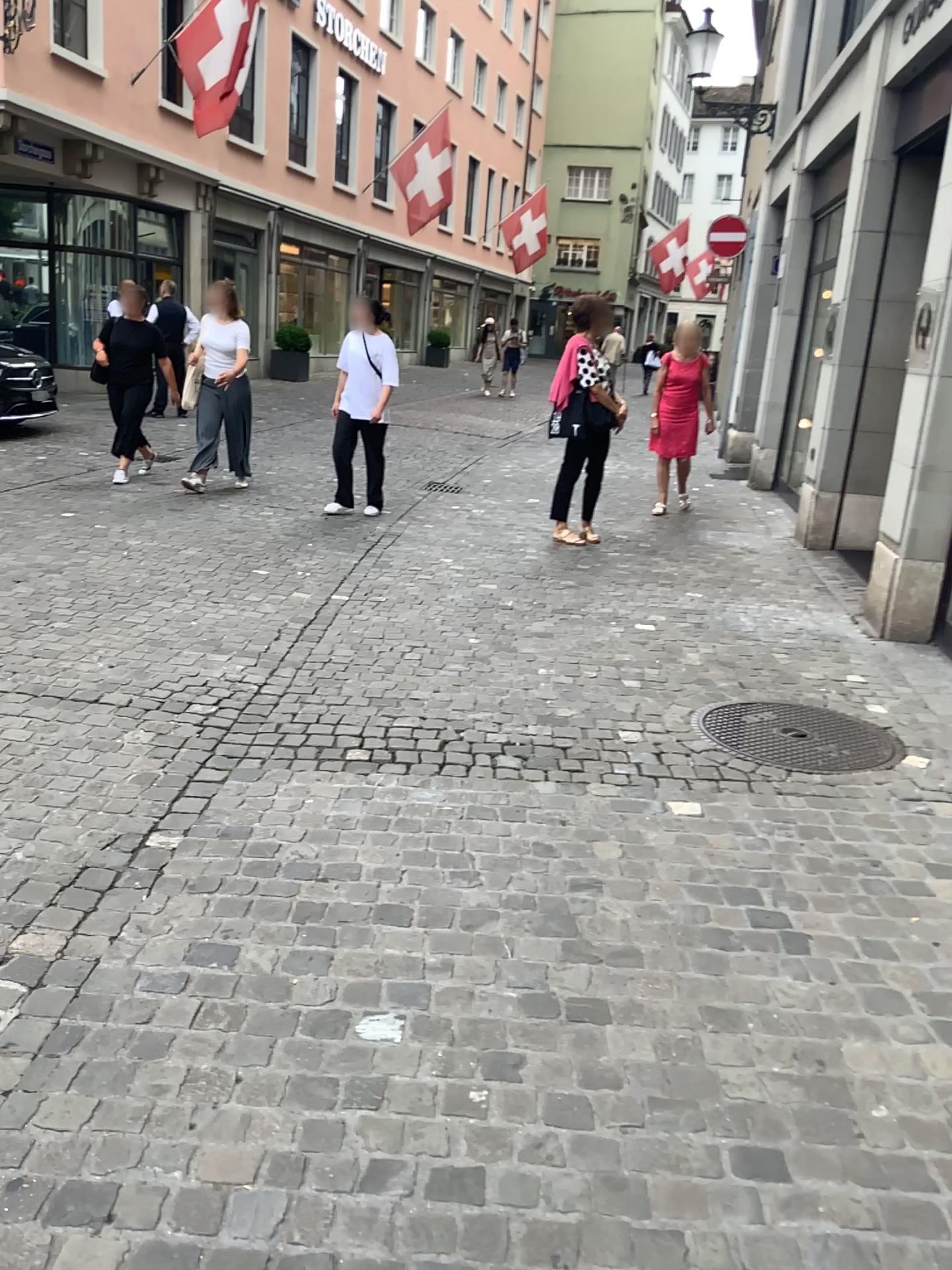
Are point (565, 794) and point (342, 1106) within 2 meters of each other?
yes
